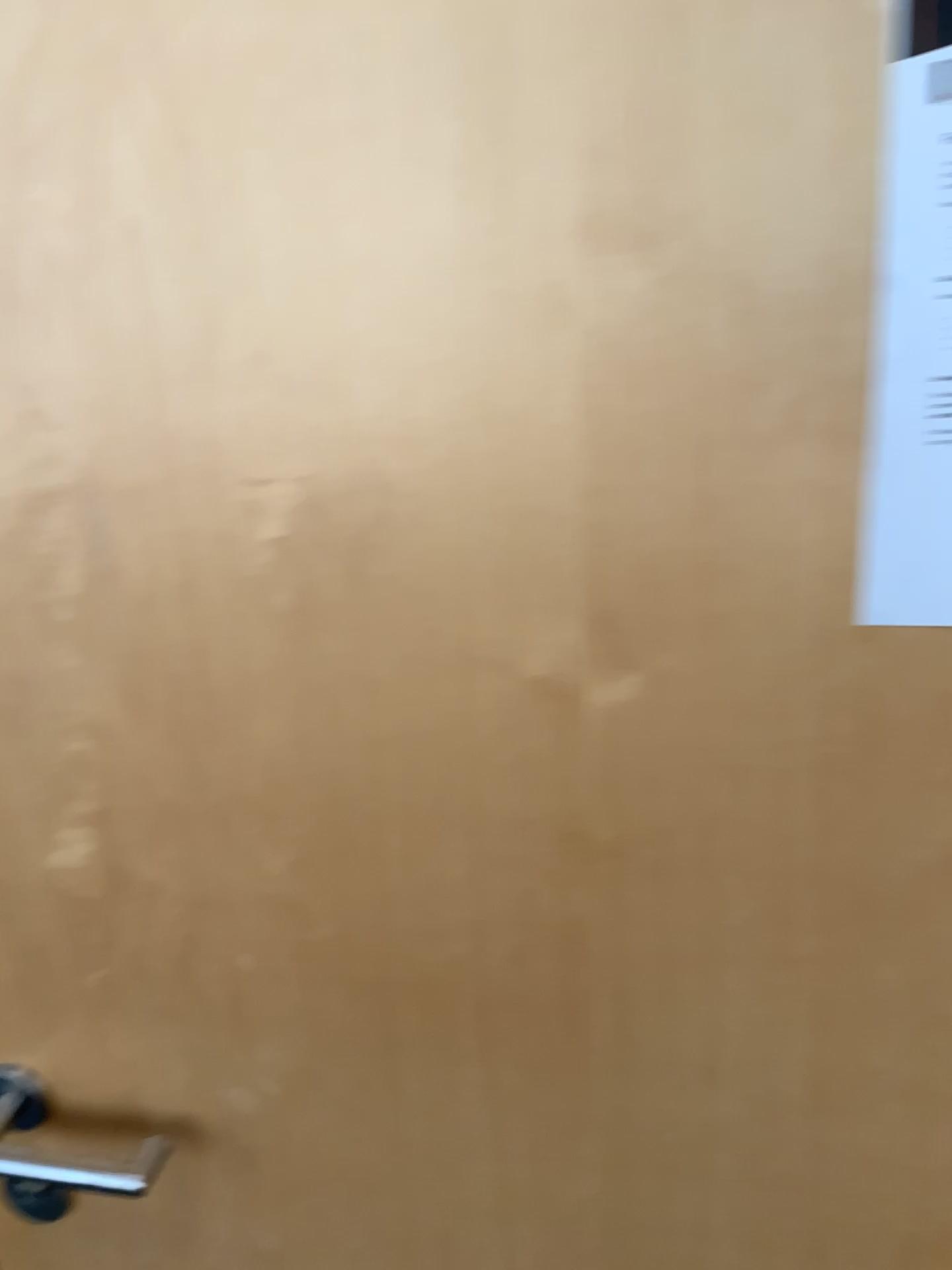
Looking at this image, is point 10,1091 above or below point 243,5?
below

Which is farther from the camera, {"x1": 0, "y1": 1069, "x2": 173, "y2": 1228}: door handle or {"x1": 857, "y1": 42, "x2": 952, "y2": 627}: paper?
{"x1": 0, "y1": 1069, "x2": 173, "y2": 1228}: door handle

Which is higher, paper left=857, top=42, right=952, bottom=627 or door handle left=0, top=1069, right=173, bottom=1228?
paper left=857, top=42, right=952, bottom=627

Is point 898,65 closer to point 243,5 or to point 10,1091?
point 243,5

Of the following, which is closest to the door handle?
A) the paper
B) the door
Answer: the door

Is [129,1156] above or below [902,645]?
below

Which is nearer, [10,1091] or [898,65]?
[898,65]

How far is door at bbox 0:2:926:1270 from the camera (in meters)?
0.51

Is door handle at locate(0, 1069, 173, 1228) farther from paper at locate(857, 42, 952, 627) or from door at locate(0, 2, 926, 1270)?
paper at locate(857, 42, 952, 627)
